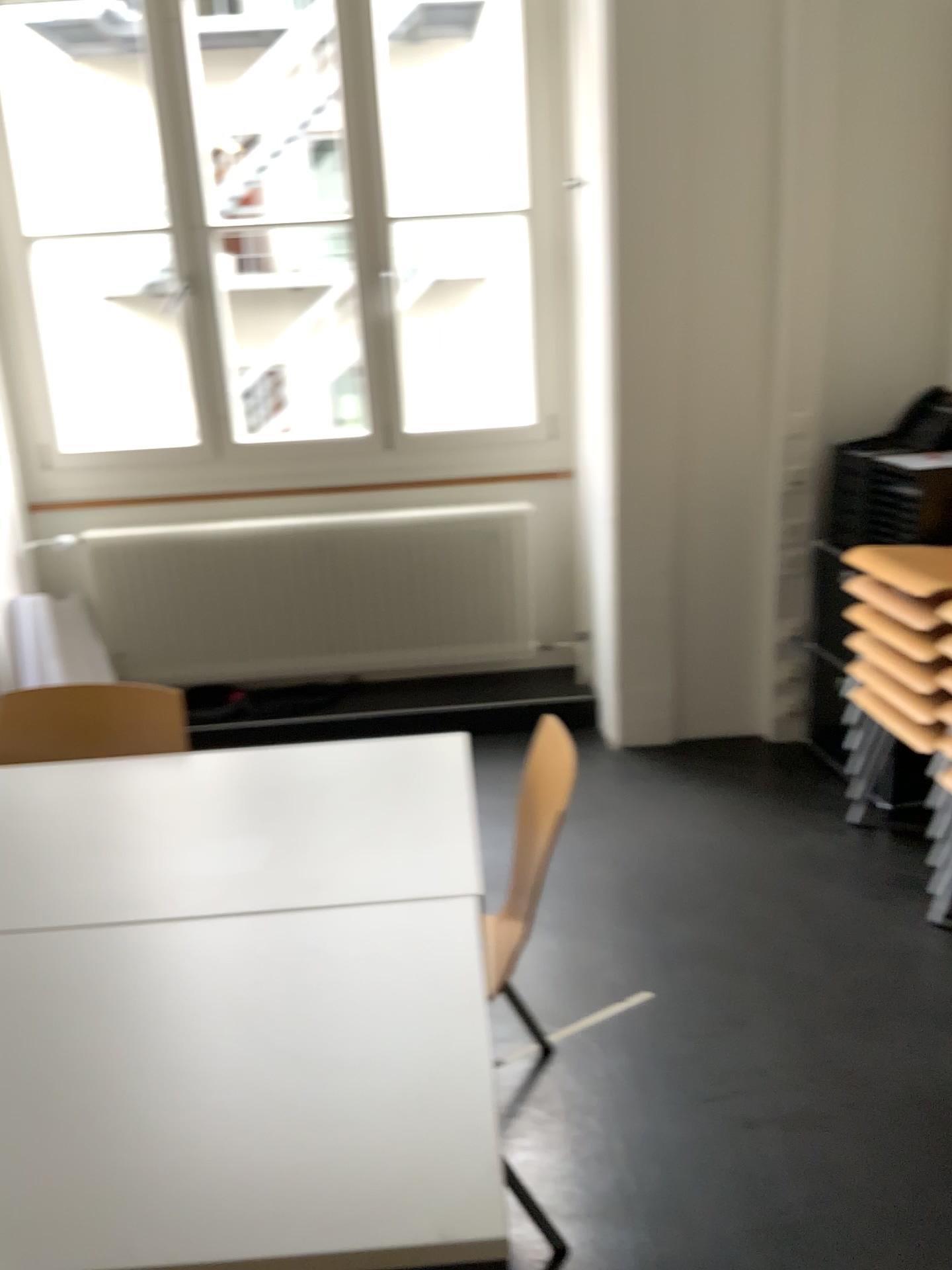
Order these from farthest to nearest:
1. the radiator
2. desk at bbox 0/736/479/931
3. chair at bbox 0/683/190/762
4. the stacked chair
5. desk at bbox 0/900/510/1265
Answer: the radiator < the stacked chair < chair at bbox 0/683/190/762 < desk at bbox 0/736/479/931 < desk at bbox 0/900/510/1265

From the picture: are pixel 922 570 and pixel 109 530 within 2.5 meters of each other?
no

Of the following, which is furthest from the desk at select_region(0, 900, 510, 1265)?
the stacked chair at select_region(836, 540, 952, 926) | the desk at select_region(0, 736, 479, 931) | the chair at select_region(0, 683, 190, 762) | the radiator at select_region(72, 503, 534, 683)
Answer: the radiator at select_region(72, 503, 534, 683)

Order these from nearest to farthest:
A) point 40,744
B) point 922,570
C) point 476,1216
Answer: point 476,1216 < point 40,744 < point 922,570

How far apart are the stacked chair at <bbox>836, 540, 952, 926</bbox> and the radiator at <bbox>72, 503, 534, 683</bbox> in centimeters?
144cm

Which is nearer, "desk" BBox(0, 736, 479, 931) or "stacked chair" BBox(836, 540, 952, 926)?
"desk" BBox(0, 736, 479, 931)

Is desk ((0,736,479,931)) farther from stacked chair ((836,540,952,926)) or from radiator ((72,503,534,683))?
radiator ((72,503,534,683))

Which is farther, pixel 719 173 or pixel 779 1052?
pixel 719 173

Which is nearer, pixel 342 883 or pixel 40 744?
pixel 342 883

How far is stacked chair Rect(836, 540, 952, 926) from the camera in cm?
262
